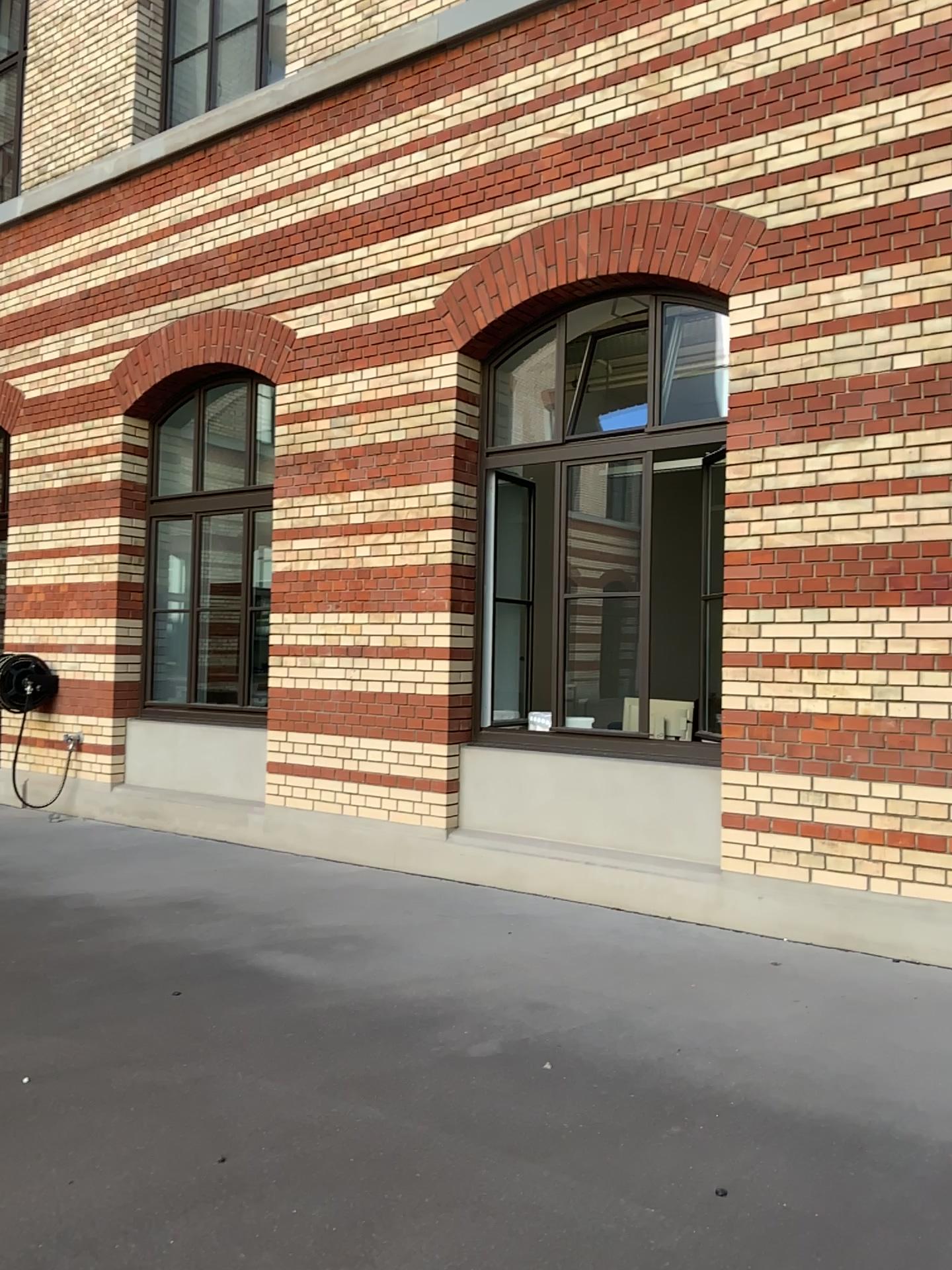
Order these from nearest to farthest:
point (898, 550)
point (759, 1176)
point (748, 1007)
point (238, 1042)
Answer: point (759, 1176)
point (238, 1042)
point (748, 1007)
point (898, 550)
